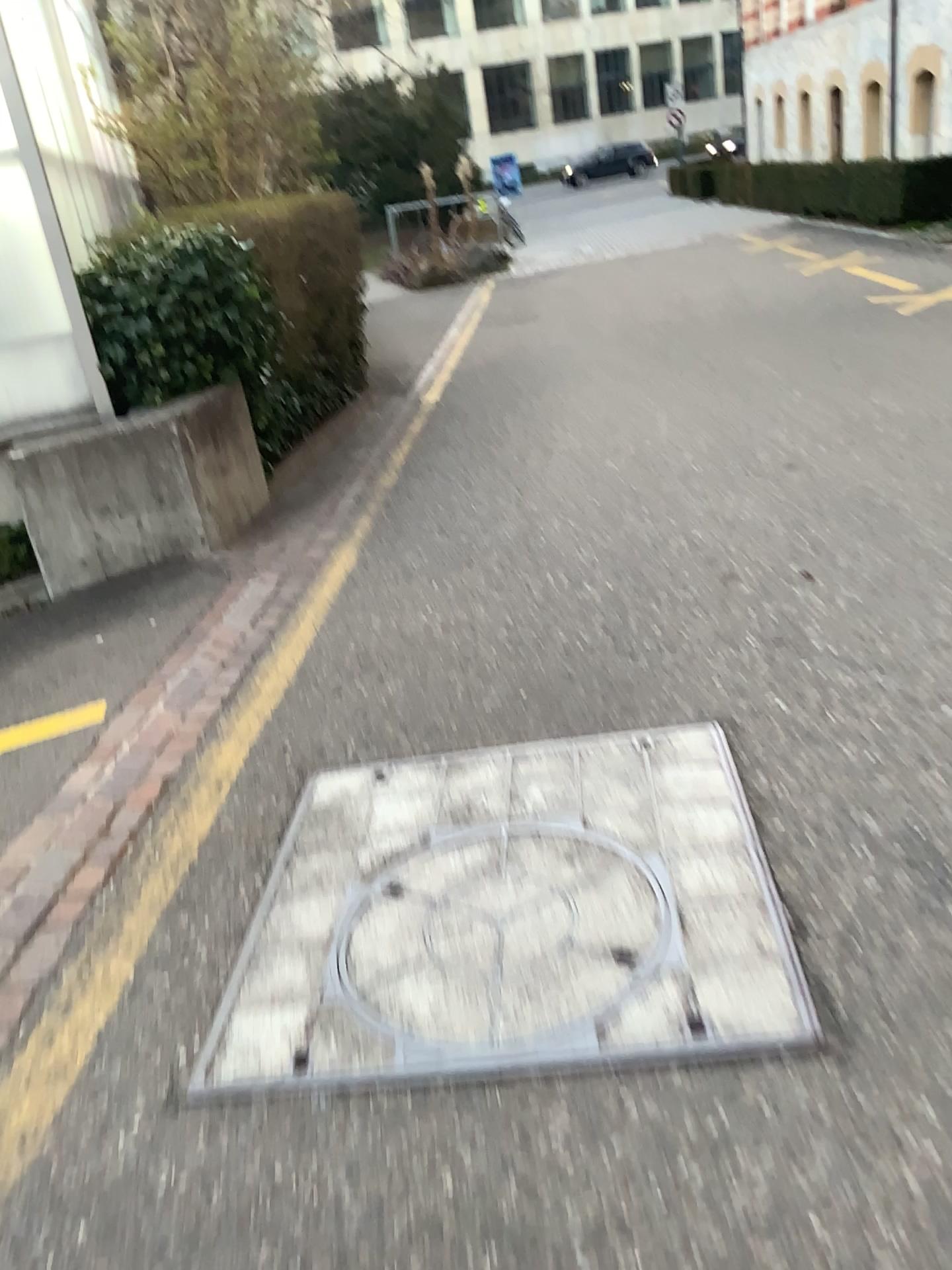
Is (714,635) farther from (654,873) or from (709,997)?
(709,997)

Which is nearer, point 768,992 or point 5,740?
point 768,992

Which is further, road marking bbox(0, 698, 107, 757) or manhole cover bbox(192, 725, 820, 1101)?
road marking bbox(0, 698, 107, 757)
